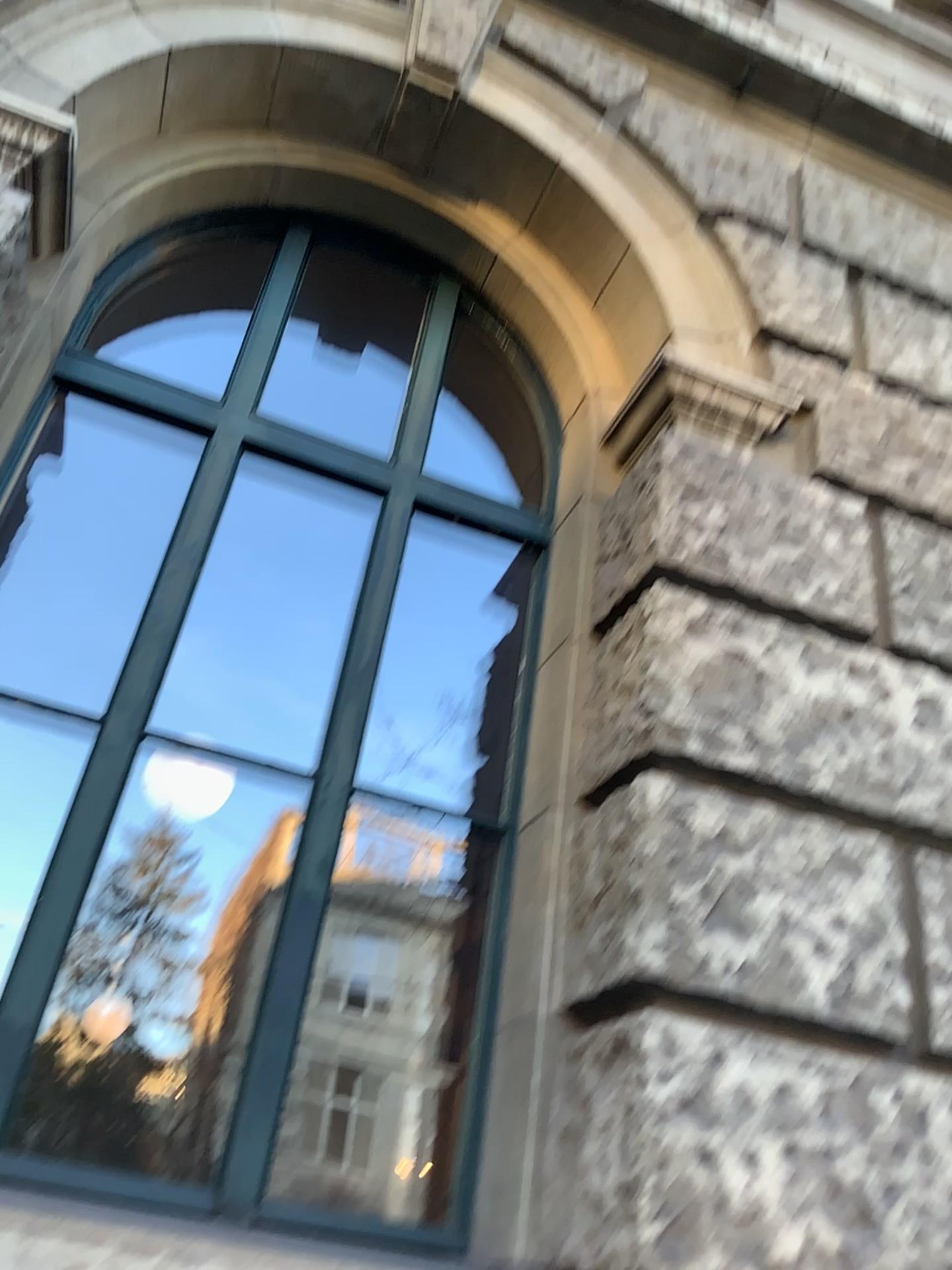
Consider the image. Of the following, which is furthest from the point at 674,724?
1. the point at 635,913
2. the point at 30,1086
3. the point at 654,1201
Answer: the point at 30,1086

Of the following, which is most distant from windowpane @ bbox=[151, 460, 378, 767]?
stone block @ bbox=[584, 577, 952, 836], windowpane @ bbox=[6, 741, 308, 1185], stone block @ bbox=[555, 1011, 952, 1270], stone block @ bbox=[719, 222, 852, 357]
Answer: stone block @ bbox=[719, 222, 852, 357]

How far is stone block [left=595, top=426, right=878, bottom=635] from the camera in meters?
2.7

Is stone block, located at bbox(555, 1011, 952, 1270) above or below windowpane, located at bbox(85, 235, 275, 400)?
below

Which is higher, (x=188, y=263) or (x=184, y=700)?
(x=188, y=263)

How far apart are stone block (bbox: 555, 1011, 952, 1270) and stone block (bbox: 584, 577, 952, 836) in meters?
0.5 m

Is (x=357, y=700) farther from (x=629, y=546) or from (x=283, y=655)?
(x=629, y=546)

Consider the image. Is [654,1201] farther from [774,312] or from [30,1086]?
[774,312]

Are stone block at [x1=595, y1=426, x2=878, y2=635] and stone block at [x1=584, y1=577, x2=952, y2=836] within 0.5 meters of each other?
yes

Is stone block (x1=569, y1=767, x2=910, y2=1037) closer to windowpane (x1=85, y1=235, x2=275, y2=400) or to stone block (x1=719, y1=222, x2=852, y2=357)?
stone block (x1=719, y1=222, x2=852, y2=357)
